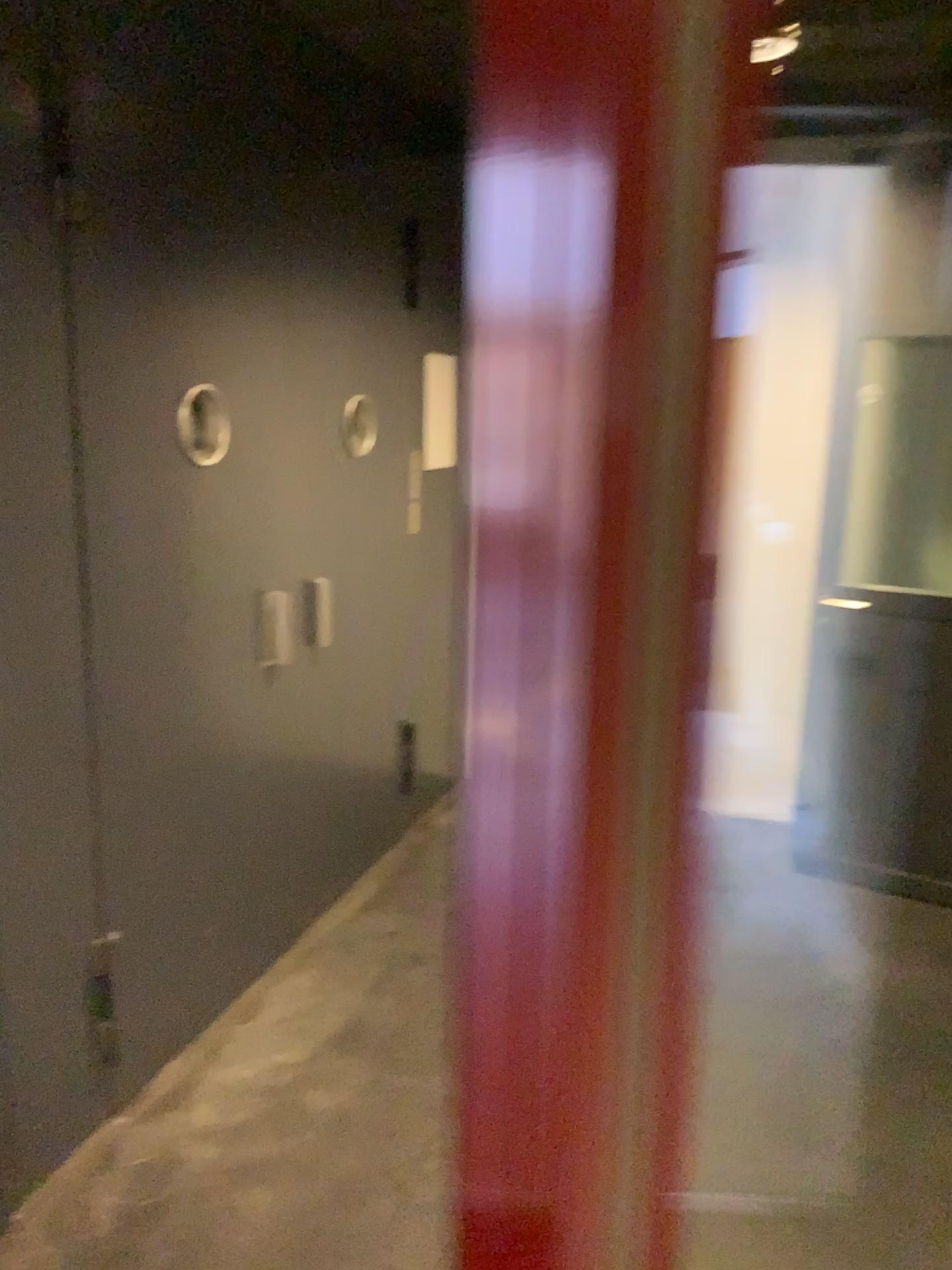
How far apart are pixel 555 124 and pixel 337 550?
3.2 meters

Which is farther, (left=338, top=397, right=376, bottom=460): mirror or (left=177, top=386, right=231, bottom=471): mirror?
(left=338, top=397, right=376, bottom=460): mirror

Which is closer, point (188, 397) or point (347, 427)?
point (188, 397)
